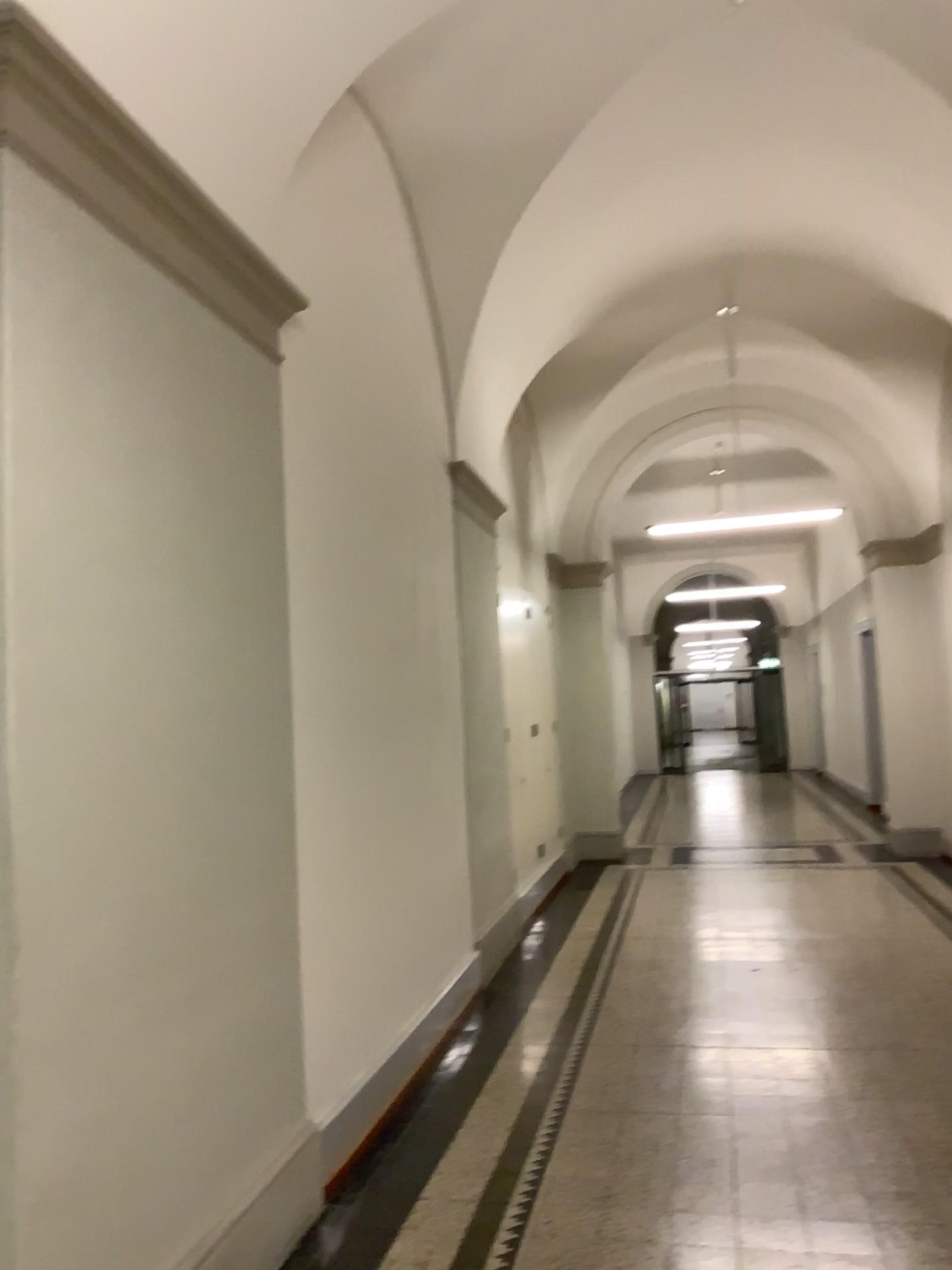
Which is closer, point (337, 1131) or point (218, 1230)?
point (218, 1230)

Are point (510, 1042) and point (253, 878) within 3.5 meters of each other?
yes

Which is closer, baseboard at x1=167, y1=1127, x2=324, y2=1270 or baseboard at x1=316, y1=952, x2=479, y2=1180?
baseboard at x1=167, y1=1127, x2=324, y2=1270
